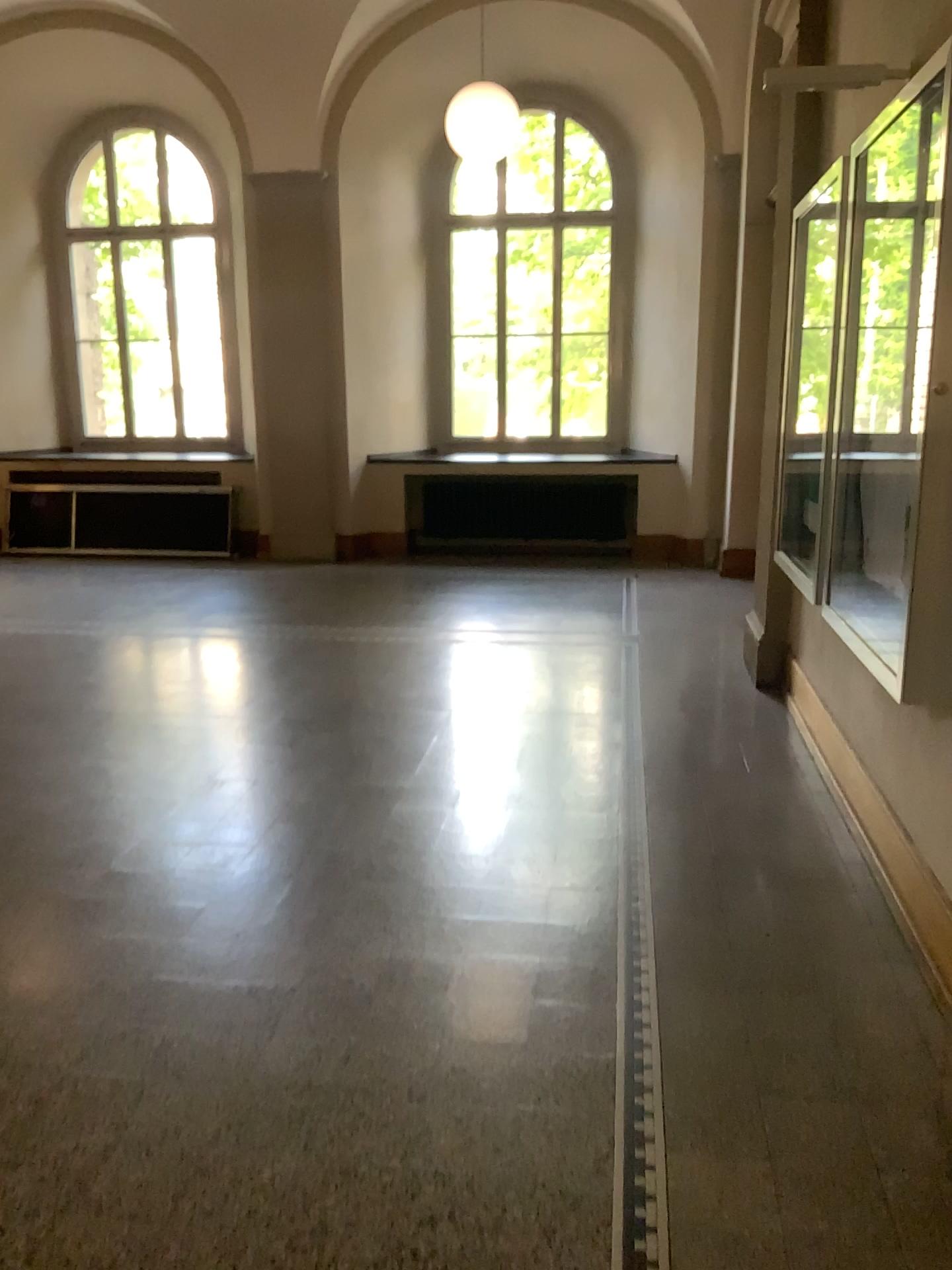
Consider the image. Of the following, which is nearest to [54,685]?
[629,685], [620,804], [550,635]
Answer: [550,635]
